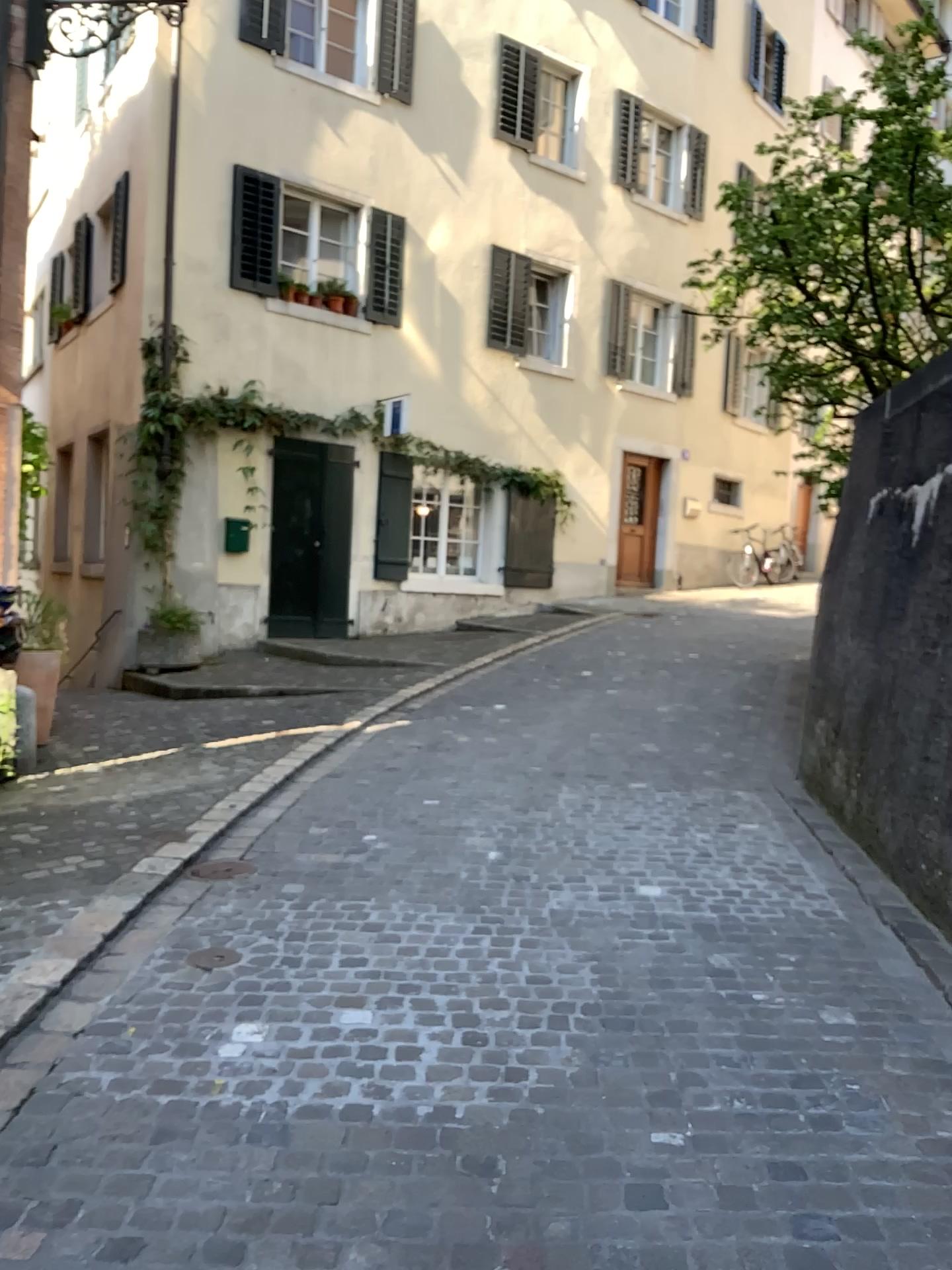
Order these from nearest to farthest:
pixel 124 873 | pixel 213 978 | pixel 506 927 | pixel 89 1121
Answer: pixel 89 1121 < pixel 213 978 < pixel 506 927 < pixel 124 873
